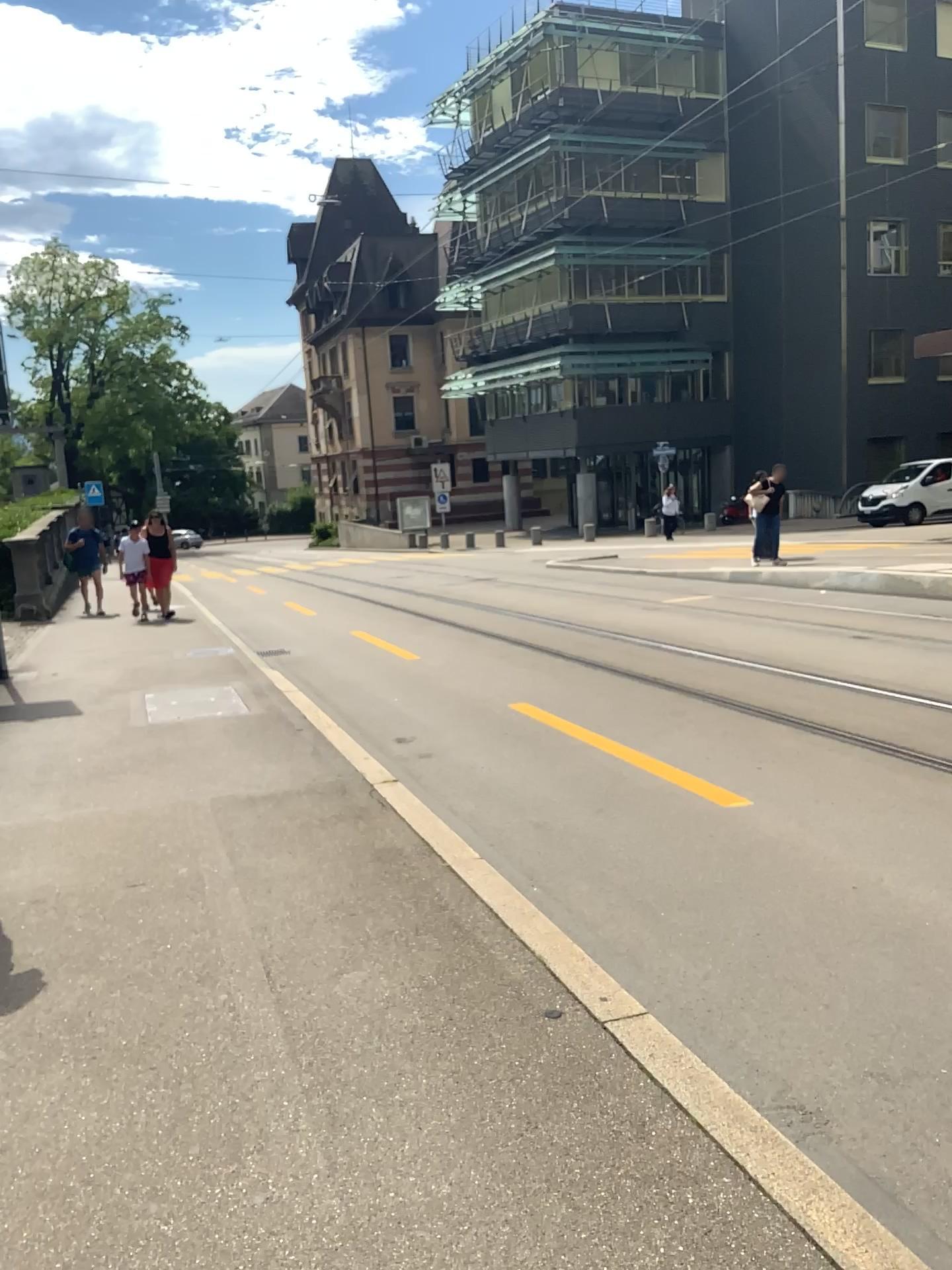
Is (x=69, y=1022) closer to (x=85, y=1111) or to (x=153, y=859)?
(x=85, y=1111)
